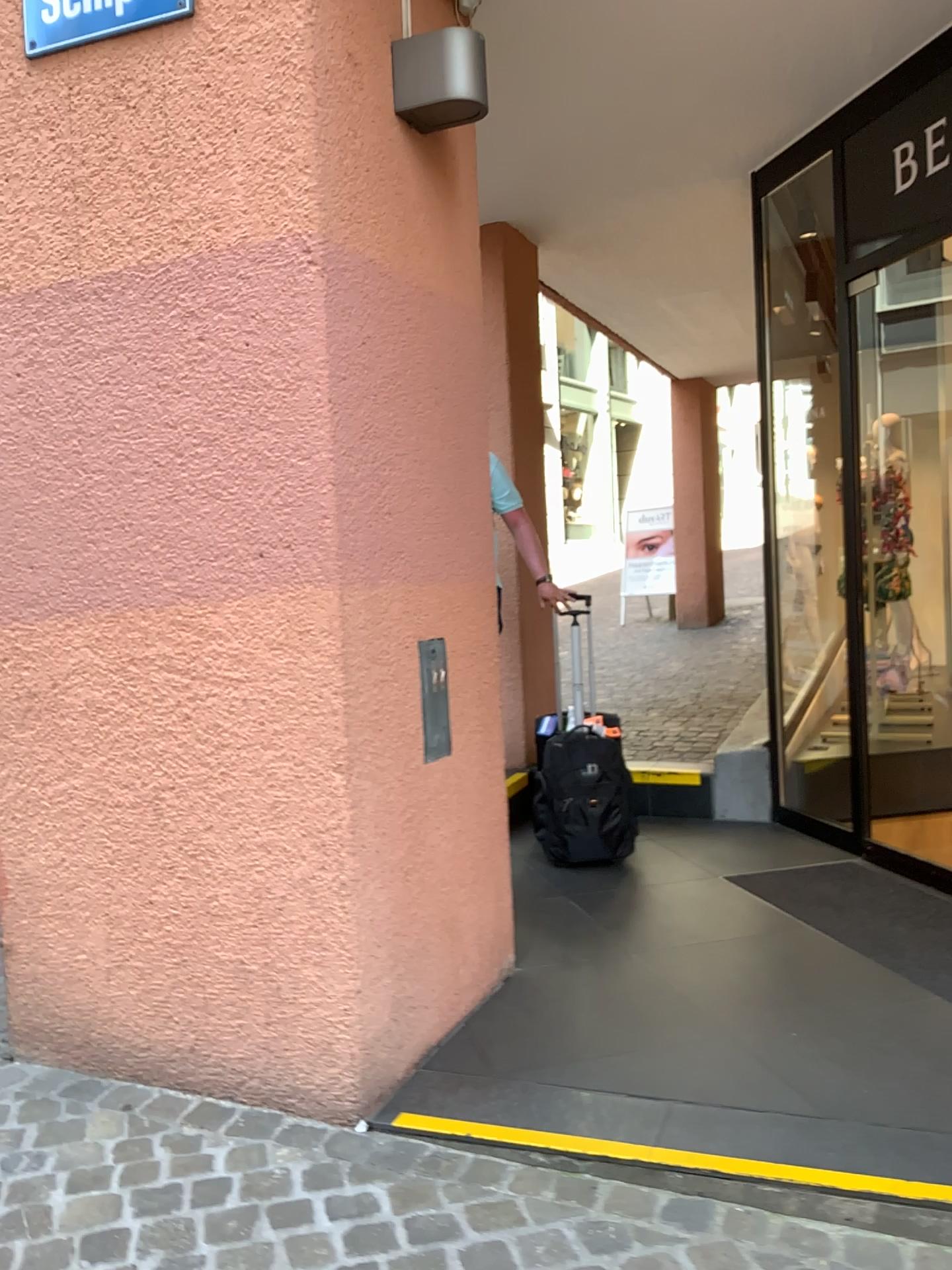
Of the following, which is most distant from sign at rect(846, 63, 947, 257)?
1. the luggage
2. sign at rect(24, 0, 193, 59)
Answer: sign at rect(24, 0, 193, 59)

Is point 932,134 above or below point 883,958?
above

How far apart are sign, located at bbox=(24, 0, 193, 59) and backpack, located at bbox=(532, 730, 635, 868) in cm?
274

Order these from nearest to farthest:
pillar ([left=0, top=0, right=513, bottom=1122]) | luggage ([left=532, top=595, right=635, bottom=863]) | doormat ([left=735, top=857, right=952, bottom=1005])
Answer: pillar ([left=0, top=0, right=513, bottom=1122])
doormat ([left=735, top=857, right=952, bottom=1005])
luggage ([left=532, top=595, right=635, bottom=863])

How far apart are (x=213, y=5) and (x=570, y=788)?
2.8m

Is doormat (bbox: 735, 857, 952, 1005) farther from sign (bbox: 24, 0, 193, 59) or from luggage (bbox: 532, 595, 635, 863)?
sign (bbox: 24, 0, 193, 59)

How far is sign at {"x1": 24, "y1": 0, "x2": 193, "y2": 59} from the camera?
2.3m

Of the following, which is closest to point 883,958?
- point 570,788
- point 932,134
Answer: point 570,788

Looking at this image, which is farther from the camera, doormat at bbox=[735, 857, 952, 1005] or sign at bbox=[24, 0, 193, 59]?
doormat at bbox=[735, 857, 952, 1005]

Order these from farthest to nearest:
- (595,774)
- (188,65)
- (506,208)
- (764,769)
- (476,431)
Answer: (506,208) → (764,769) → (595,774) → (476,431) → (188,65)
